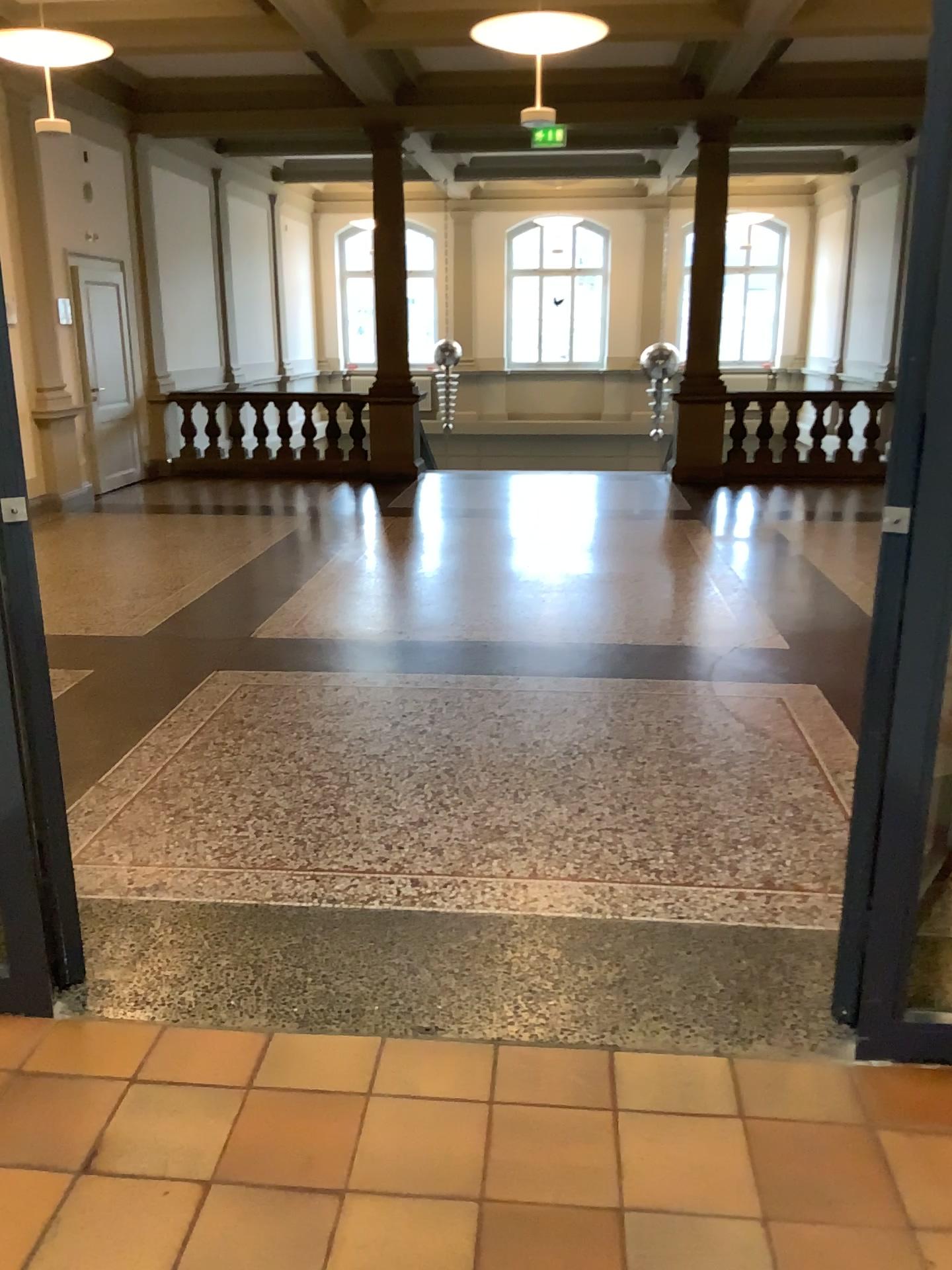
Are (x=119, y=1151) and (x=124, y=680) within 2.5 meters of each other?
no
